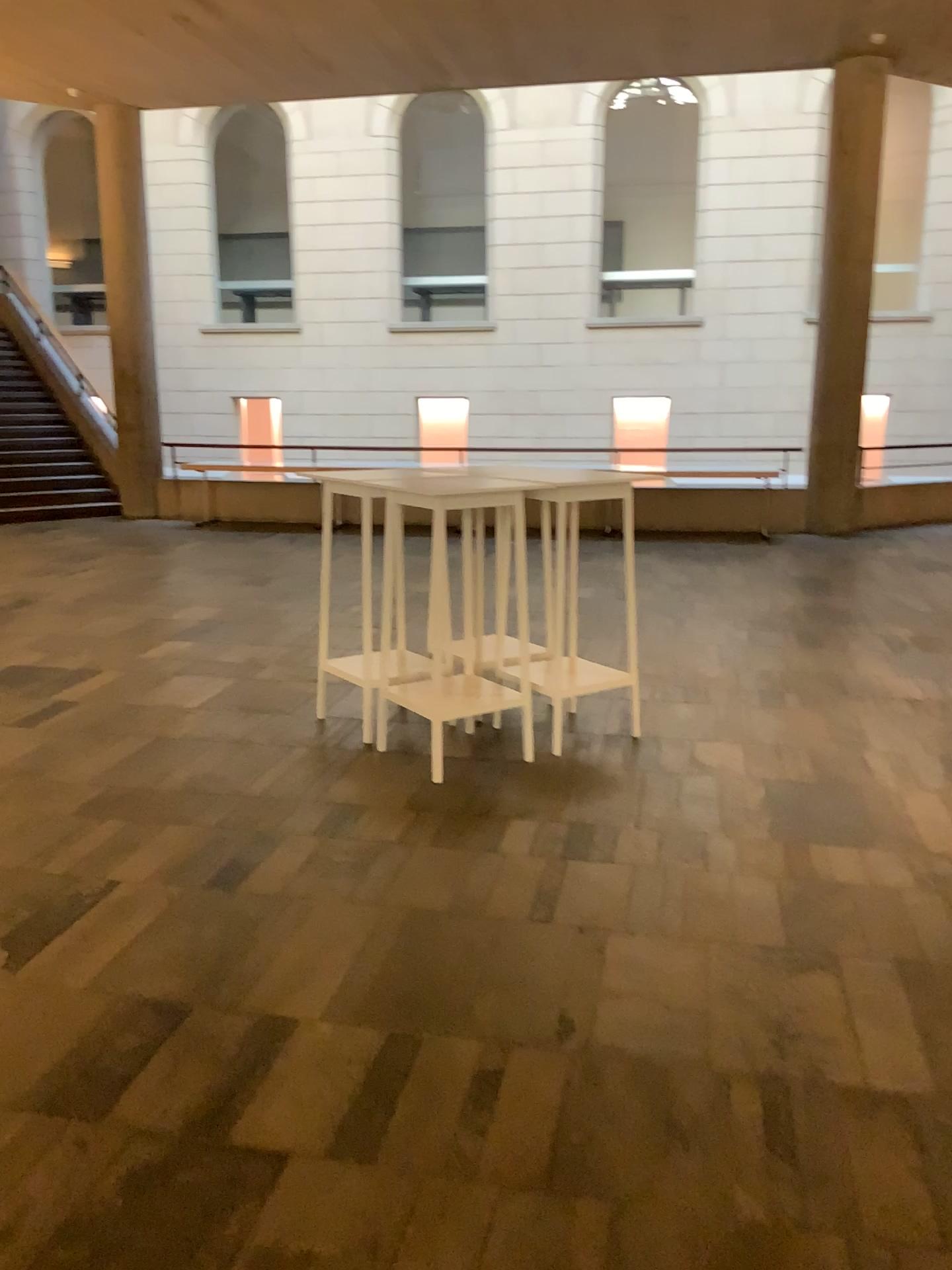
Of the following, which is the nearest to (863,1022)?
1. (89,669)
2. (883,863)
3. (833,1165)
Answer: (833,1165)
